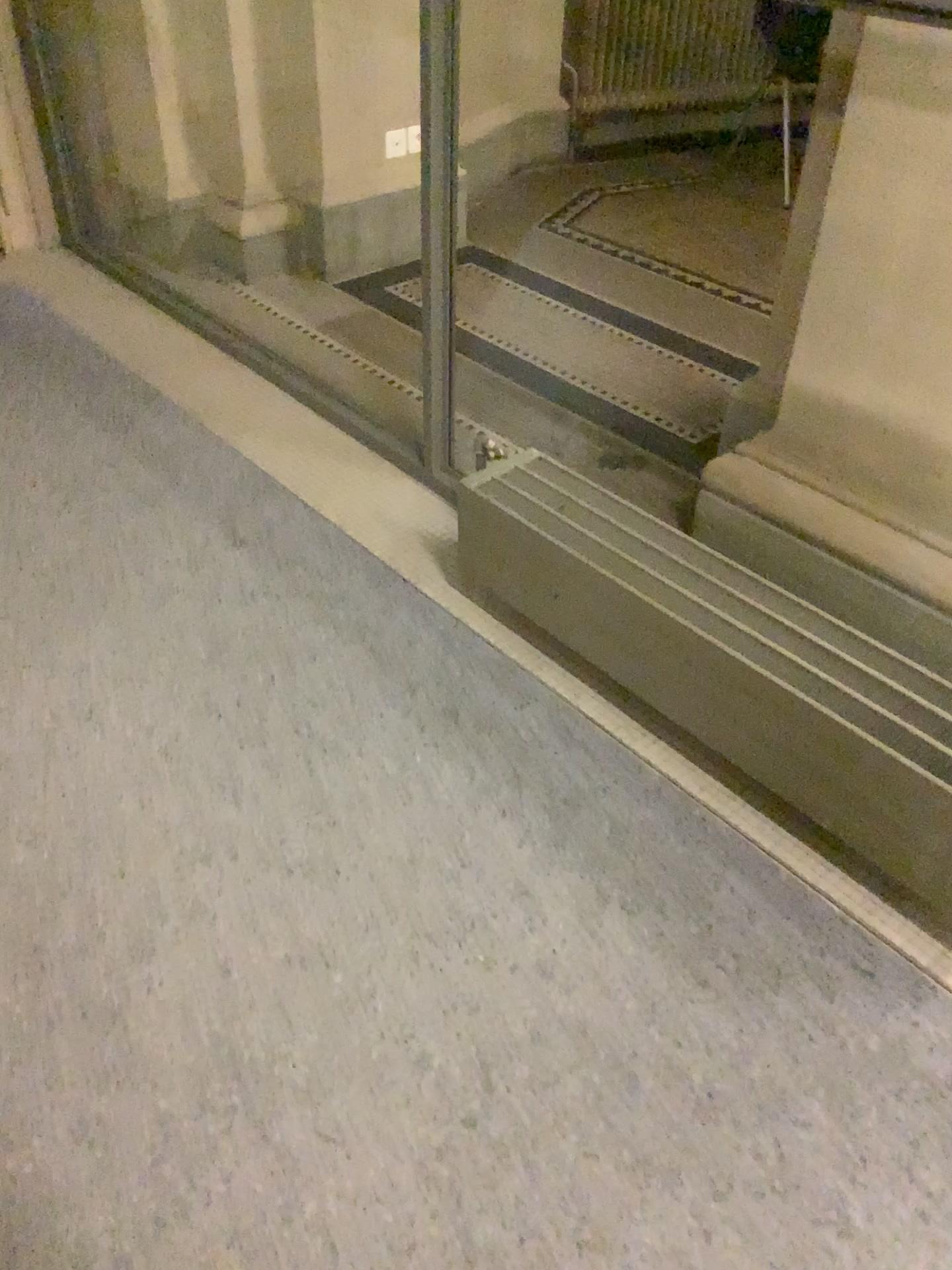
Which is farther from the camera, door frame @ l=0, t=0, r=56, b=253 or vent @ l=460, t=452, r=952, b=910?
door frame @ l=0, t=0, r=56, b=253

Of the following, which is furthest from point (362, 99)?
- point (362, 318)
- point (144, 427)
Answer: point (144, 427)

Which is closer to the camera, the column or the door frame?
the column

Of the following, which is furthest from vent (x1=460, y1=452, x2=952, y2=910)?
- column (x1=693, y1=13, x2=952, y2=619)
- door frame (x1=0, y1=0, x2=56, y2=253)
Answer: door frame (x1=0, y1=0, x2=56, y2=253)

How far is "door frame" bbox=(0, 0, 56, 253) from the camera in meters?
3.5

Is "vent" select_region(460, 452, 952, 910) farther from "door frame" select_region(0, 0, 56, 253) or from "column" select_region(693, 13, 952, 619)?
"door frame" select_region(0, 0, 56, 253)

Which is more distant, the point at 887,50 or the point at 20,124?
the point at 20,124

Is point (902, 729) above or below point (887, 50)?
below

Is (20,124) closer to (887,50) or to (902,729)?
(887,50)
